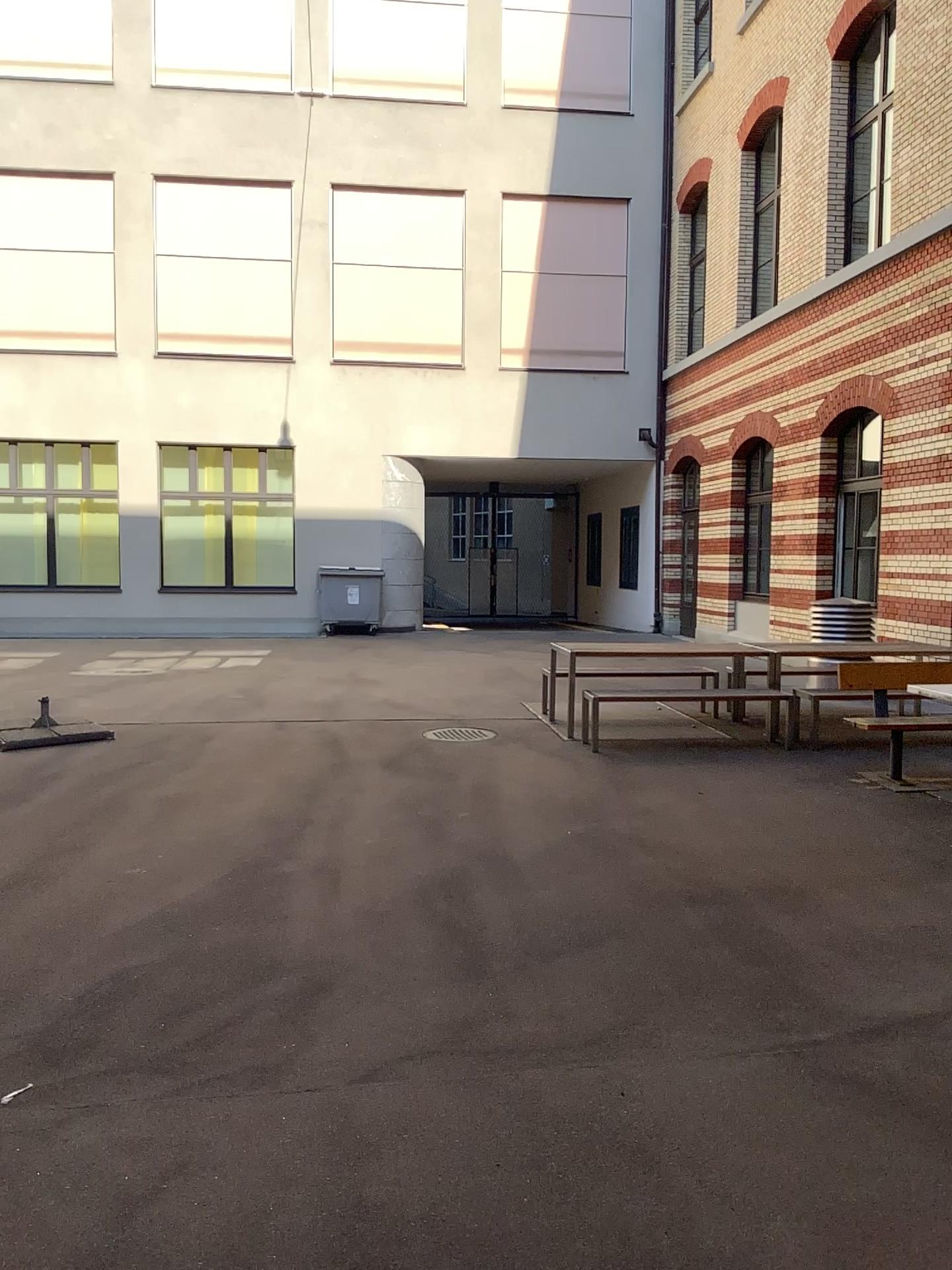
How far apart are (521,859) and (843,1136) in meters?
2.7 m
